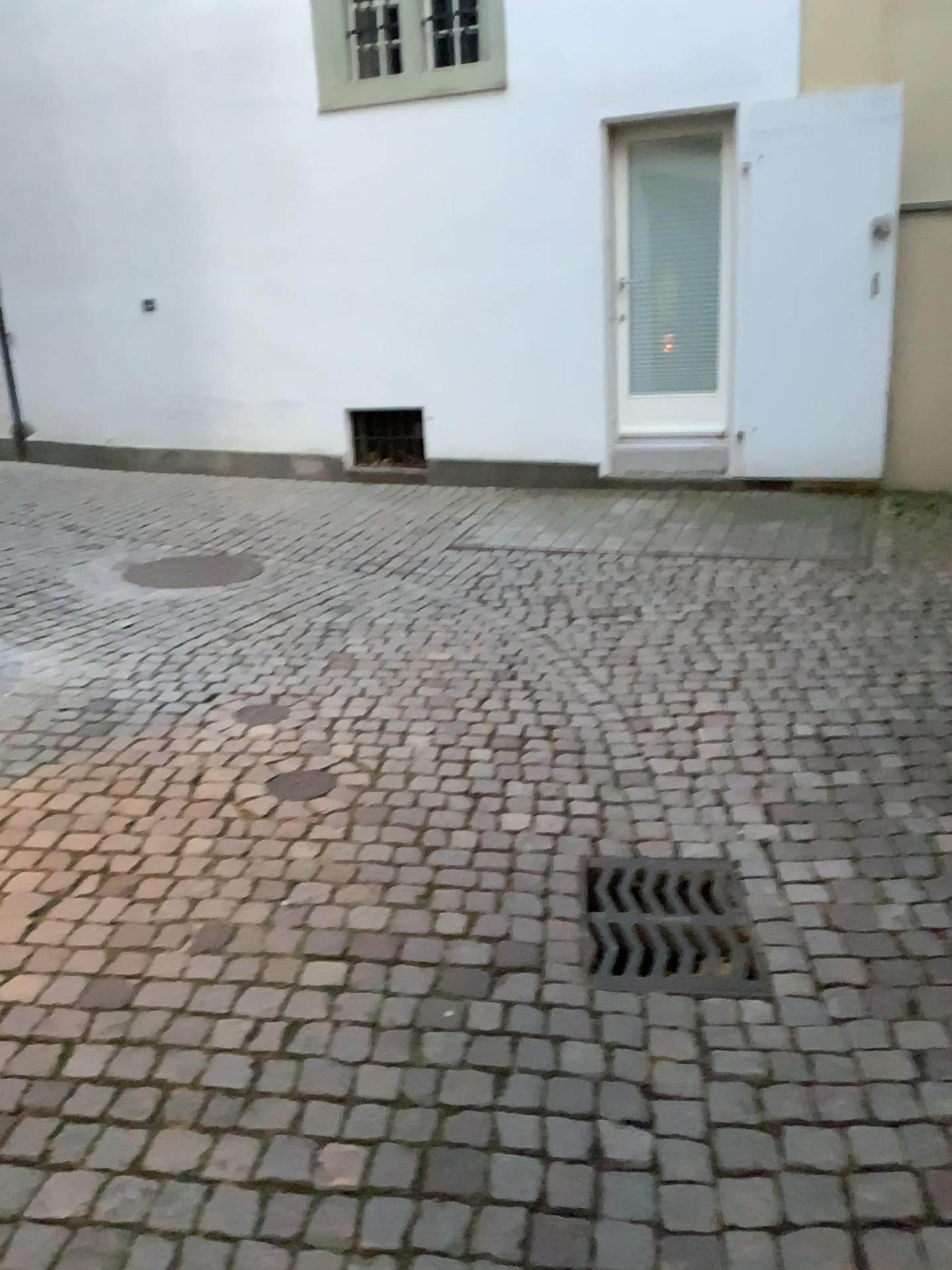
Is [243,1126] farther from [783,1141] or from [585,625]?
[585,625]

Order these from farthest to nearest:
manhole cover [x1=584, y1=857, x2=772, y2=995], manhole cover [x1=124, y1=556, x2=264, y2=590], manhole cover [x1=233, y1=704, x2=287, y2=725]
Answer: manhole cover [x1=124, y1=556, x2=264, y2=590], manhole cover [x1=233, y1=704, x2=287, y2=725], manhole cover [x1=584, y1=857, x2=772, y2=995]

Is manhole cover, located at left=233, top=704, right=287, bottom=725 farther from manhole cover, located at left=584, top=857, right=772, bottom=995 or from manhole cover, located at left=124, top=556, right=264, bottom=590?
manhole cover, located at left=124, top=556, right=264, bottom=590

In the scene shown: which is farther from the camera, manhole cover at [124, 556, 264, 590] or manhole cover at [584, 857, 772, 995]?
manhole cover at [124, 556, 264, 590]

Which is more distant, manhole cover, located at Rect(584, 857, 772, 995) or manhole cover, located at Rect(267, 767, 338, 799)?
manhole cover, located at Rect(267, 767, 338, 799)

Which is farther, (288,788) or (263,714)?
(263,714)

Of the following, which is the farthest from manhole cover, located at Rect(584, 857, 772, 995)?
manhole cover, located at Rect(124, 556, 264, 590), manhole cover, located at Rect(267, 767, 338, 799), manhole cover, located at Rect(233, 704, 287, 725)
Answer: manhole cover, located at Rect(124, 556, 264, 590)

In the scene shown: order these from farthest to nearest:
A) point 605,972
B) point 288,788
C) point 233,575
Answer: point 233,575 < point 288,788 < point 605,972

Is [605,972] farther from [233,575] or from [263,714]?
[233,575]
